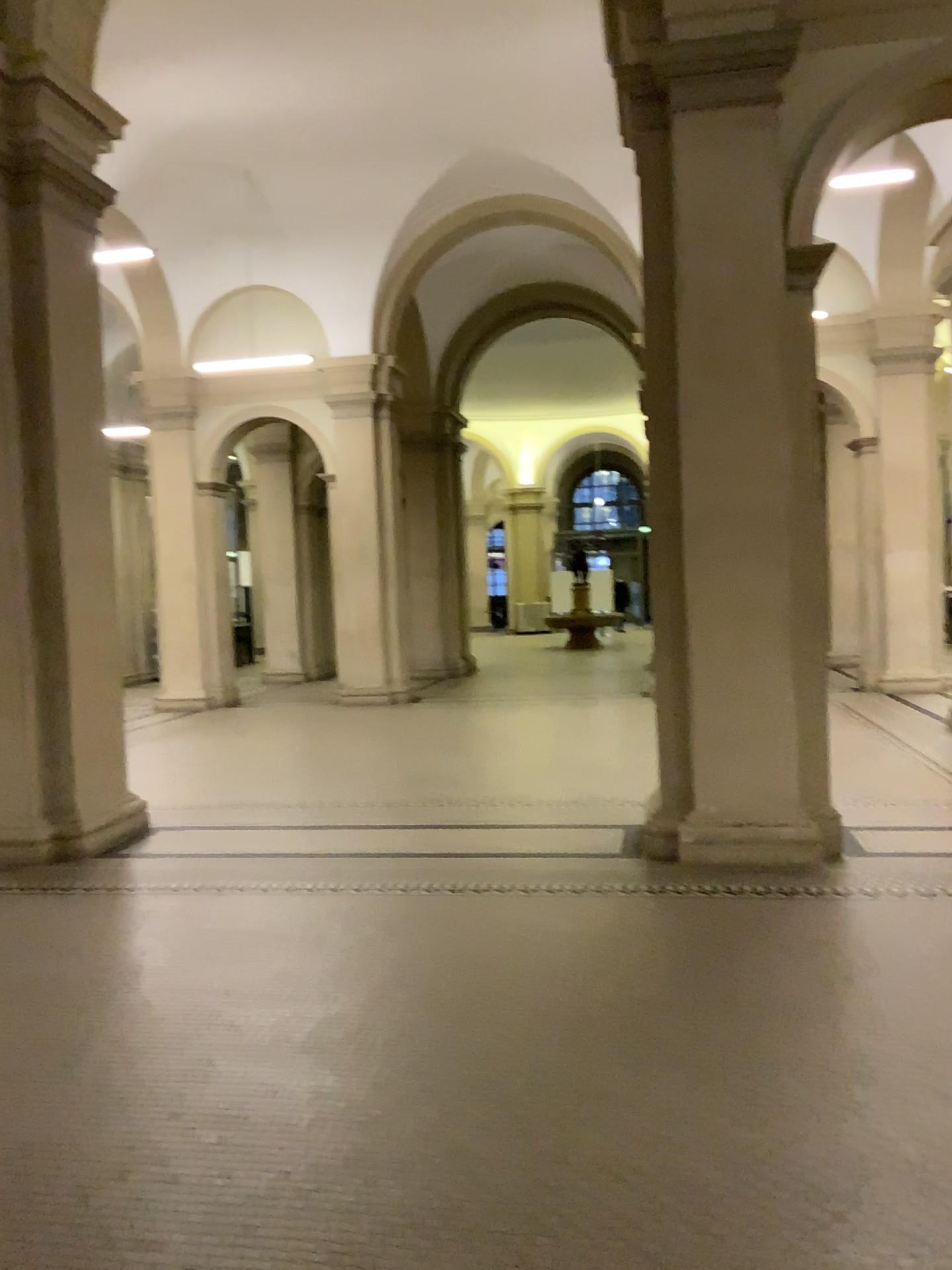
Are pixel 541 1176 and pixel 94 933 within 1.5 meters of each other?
no
